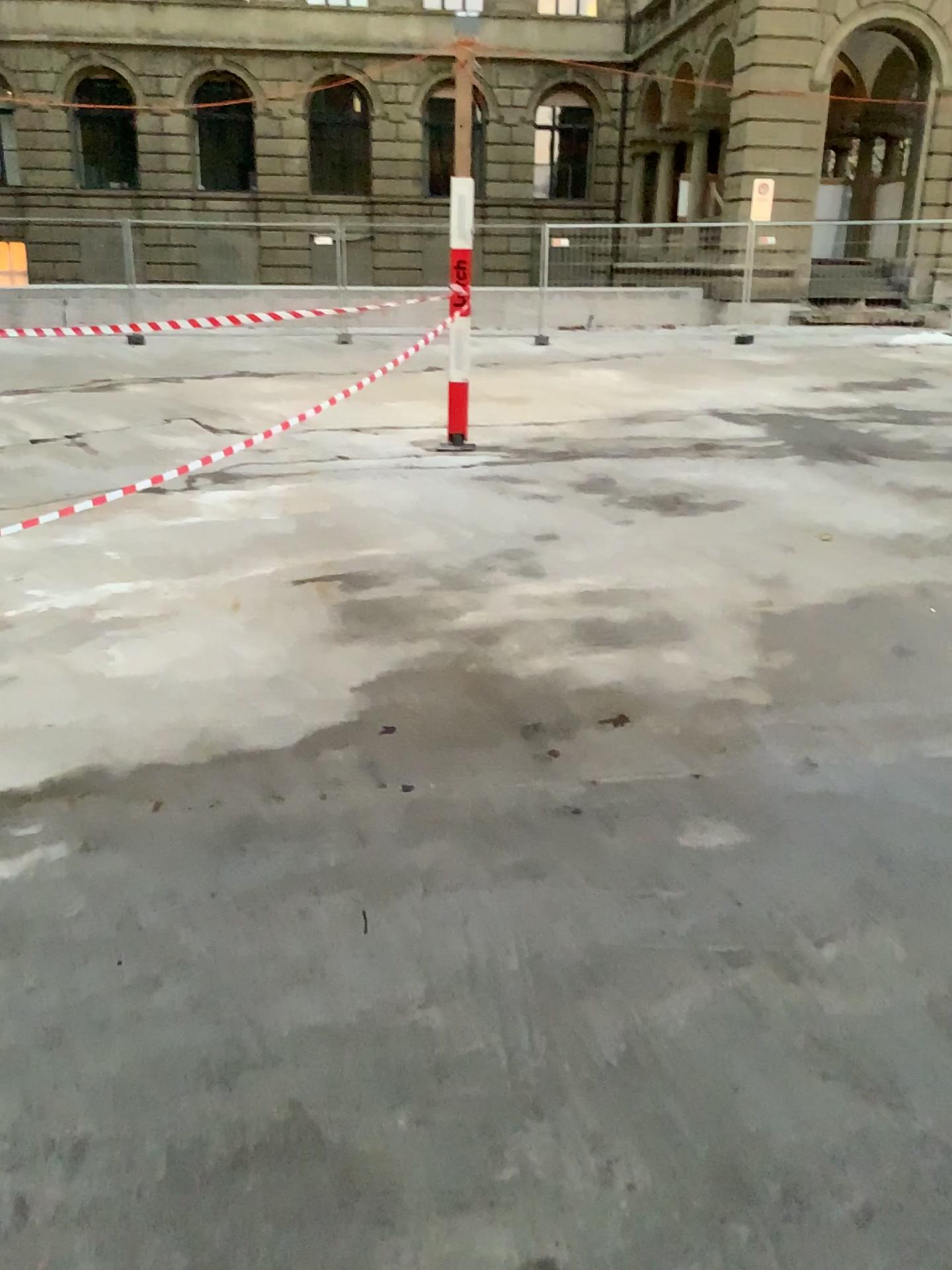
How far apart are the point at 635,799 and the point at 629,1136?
1.2 meters
